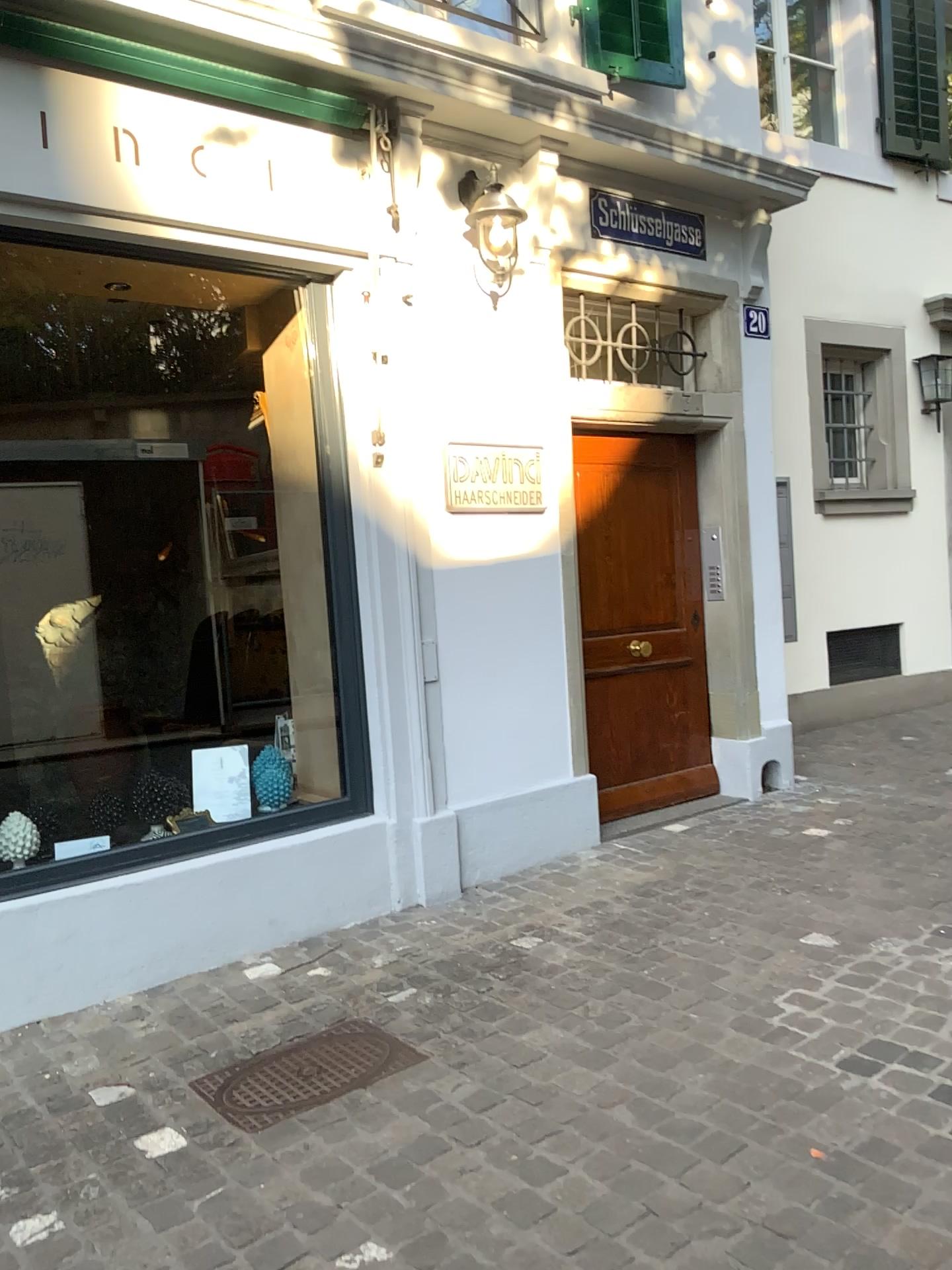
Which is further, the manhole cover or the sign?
the sign

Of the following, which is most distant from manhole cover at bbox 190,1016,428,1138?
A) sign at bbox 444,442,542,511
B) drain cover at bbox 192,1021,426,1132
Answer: sign at bbox 444,442,542,511

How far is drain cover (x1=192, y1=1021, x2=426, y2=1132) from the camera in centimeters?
273cm

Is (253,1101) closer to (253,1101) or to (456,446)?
(253,1101)

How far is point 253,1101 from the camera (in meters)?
2.73

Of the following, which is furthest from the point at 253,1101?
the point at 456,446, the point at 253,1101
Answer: the point at 456,446

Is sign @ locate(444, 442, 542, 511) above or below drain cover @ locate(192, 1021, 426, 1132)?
above

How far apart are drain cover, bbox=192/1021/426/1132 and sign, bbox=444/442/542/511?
1.90m

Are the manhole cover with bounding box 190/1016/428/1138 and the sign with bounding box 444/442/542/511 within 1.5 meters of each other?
no

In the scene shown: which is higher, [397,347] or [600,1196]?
[397,347]
